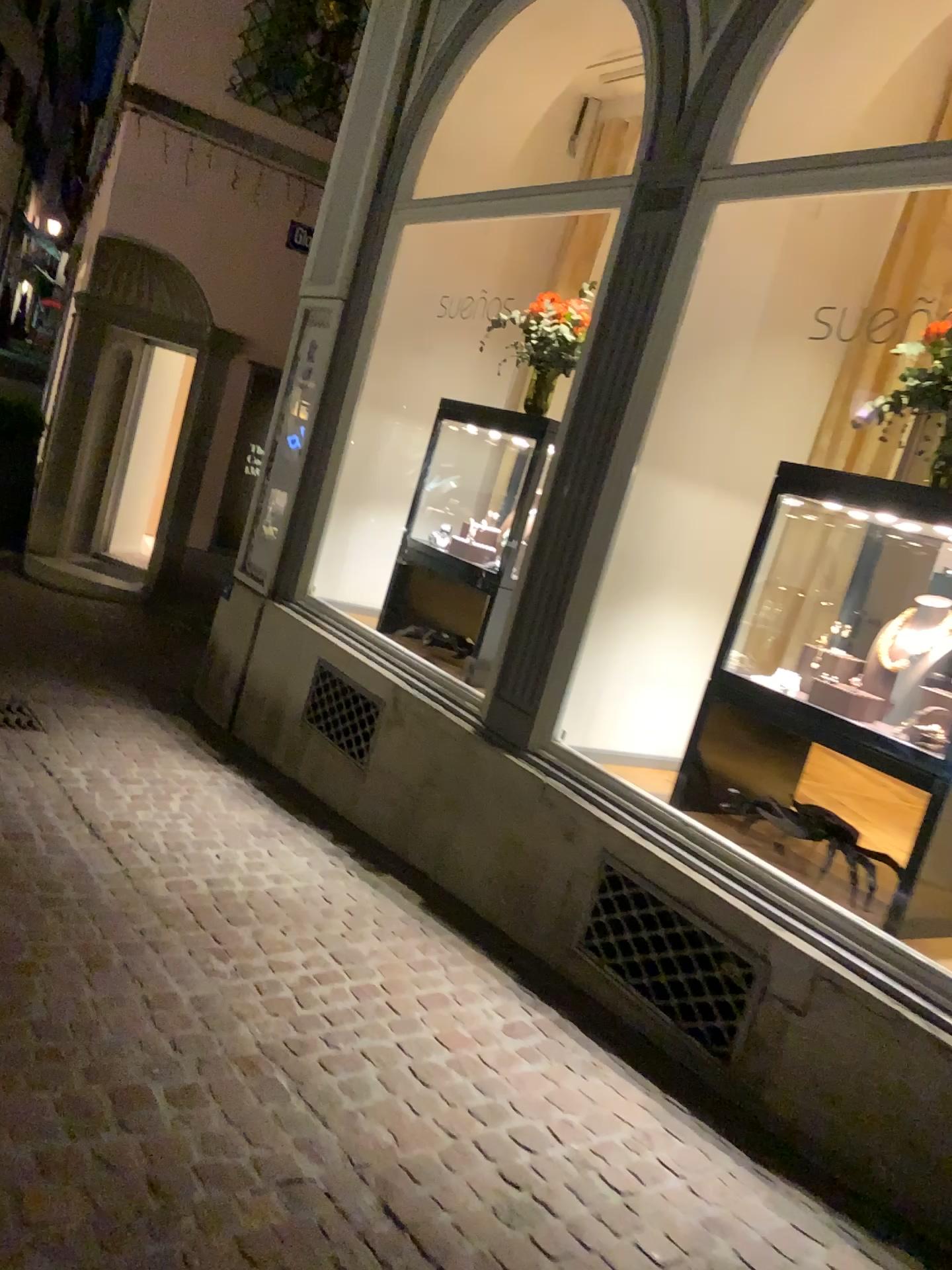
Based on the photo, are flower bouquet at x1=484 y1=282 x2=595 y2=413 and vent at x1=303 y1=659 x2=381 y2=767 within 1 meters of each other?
no

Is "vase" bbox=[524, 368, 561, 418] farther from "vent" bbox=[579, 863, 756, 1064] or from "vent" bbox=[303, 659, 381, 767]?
"vent" bbox=[579, 863, 756, 1064]

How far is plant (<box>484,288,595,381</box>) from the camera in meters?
4.7

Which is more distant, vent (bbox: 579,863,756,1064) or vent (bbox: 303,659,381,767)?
vent (bbox: 303,659,381,767)

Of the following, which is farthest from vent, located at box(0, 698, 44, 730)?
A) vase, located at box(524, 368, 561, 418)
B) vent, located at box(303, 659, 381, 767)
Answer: vase, located at box(524, 368, 561, 418)

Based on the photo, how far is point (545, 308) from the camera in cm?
468

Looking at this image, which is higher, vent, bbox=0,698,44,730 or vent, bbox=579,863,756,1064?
vent, bbox=579,863,756,1064

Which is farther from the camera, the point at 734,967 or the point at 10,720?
the point at 10,720

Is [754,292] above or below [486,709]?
above

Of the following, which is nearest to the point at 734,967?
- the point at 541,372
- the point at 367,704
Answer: the point at 367,704
